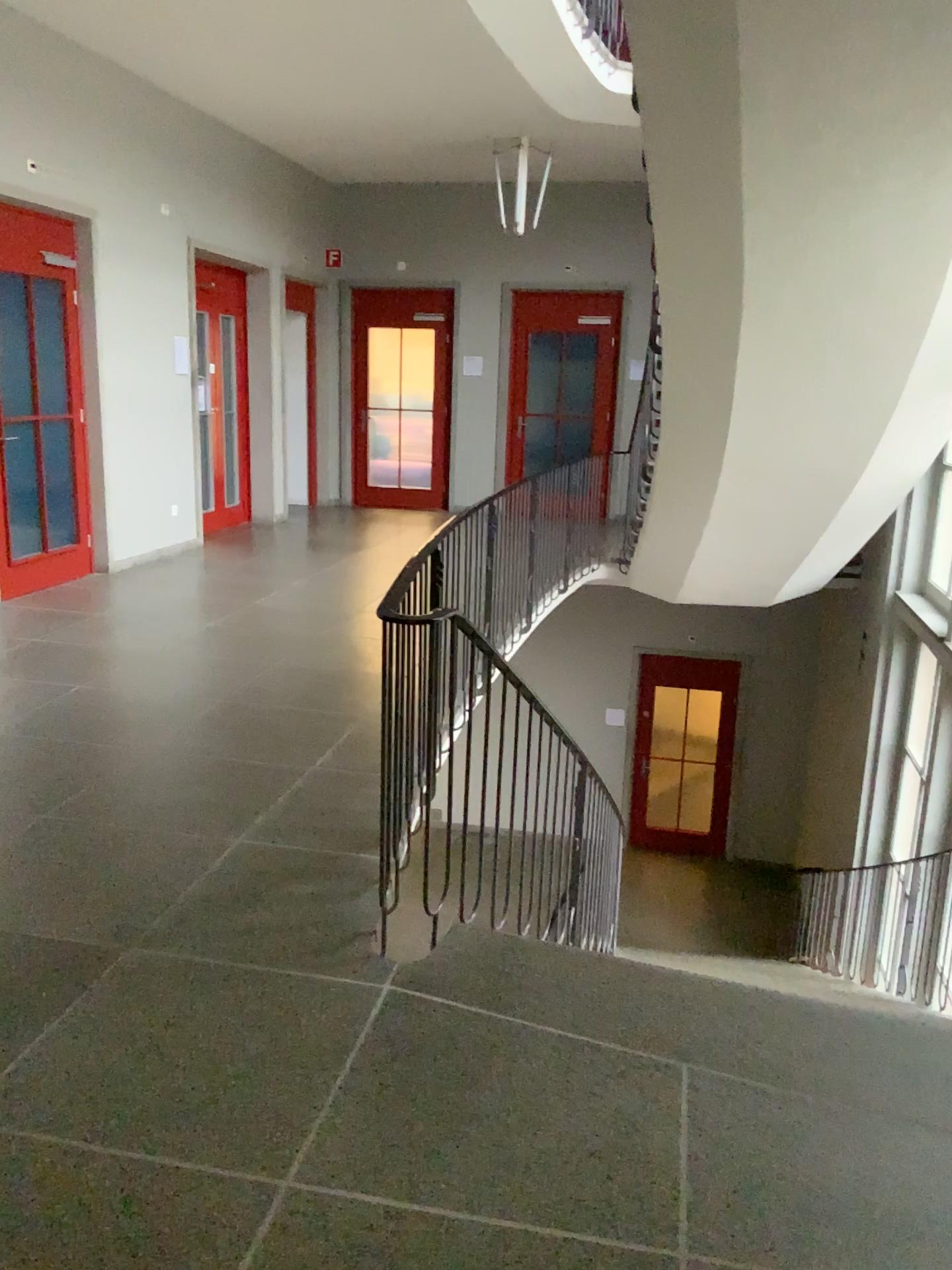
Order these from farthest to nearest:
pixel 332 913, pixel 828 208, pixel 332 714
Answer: pixel 332 714 → pixel 828 208 → pixel 332 913
